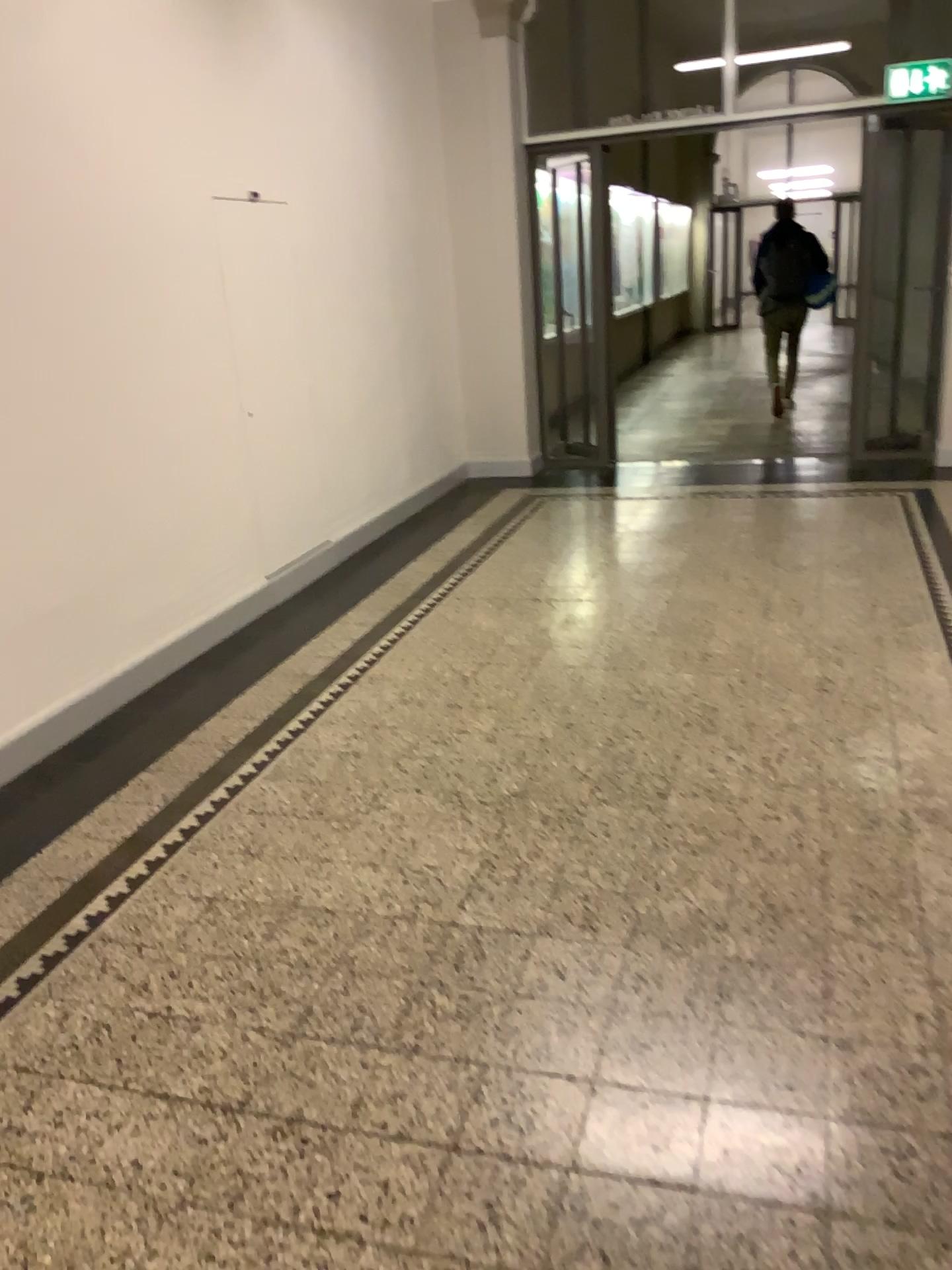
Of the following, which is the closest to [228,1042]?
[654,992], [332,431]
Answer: [654,992]
